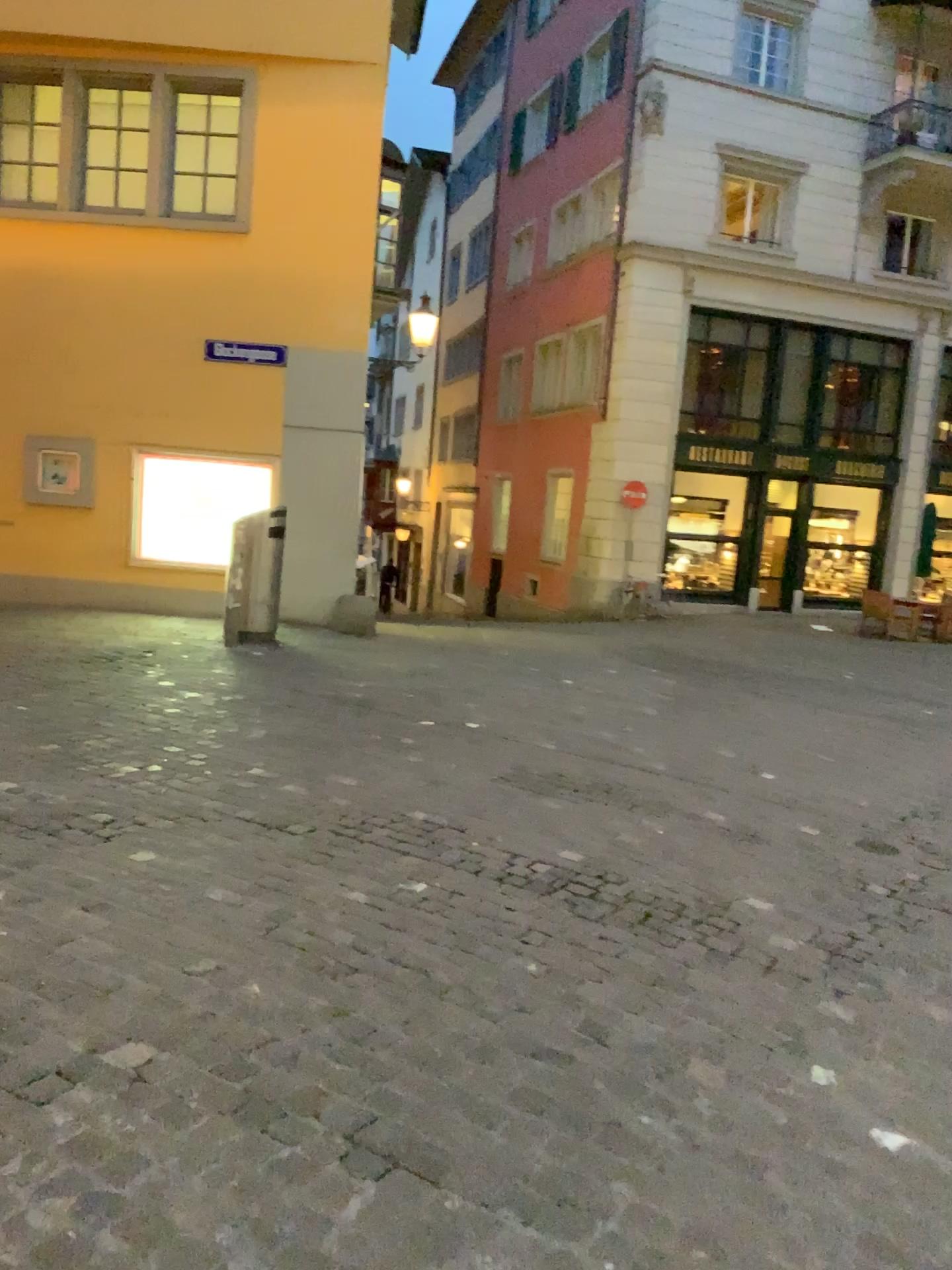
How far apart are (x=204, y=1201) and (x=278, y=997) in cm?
80
